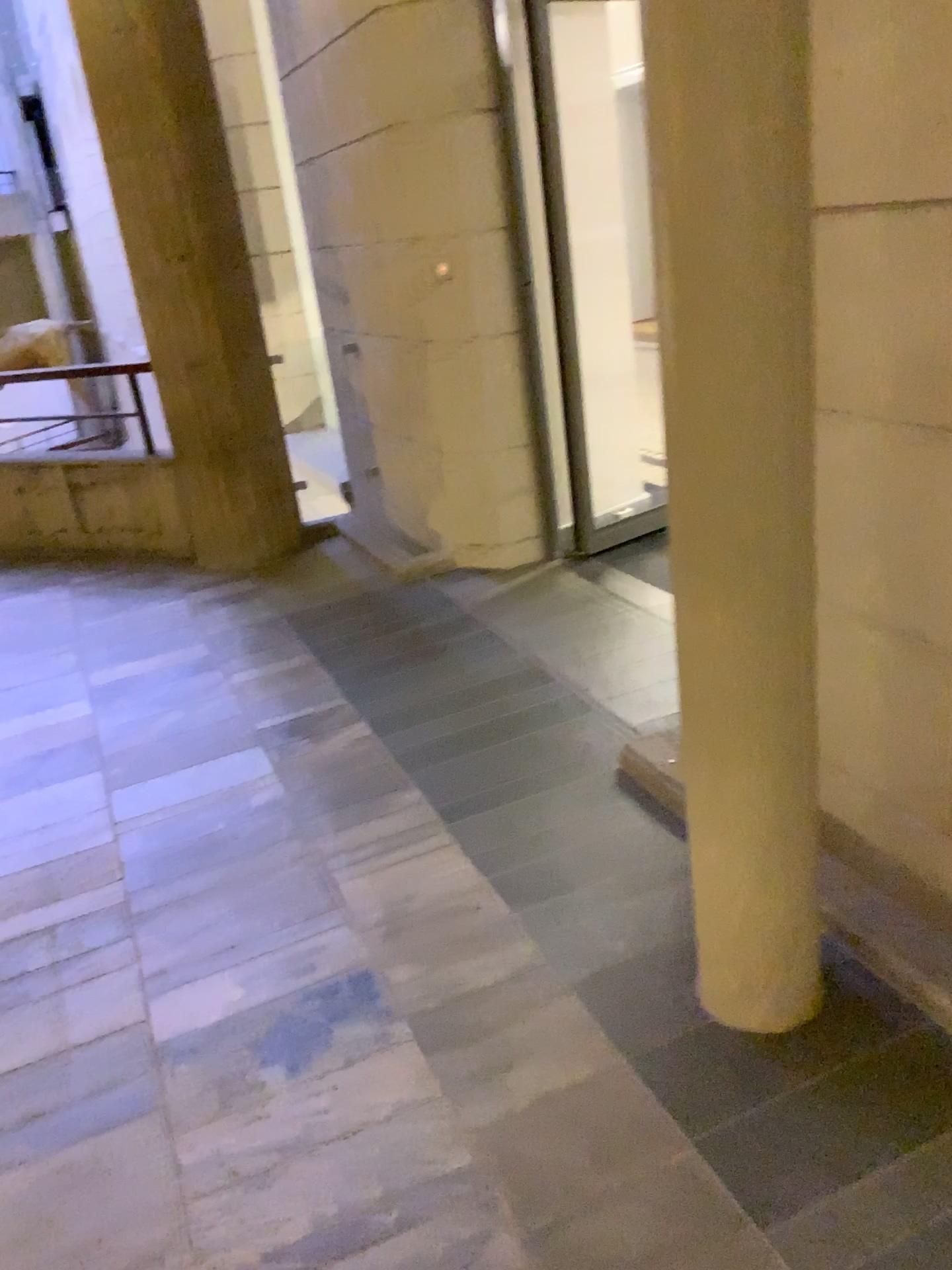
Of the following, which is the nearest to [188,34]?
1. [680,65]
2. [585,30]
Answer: [585,30]

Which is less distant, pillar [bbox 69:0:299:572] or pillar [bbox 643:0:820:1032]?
pillar [bbox 643:0:820:1032]

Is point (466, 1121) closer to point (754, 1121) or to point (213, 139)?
point (754, 1121)

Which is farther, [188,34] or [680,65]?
[188,34]

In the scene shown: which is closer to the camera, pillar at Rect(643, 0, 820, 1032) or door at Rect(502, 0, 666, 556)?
pillar at Rect(643, 0, 820, 1032)

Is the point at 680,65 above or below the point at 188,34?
below

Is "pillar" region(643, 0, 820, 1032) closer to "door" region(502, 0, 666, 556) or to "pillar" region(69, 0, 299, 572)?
"door" region(502, 0, 666, 556)

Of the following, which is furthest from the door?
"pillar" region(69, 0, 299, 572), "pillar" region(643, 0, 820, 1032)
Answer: "pillar" region(643, 0, 820, 1032)
